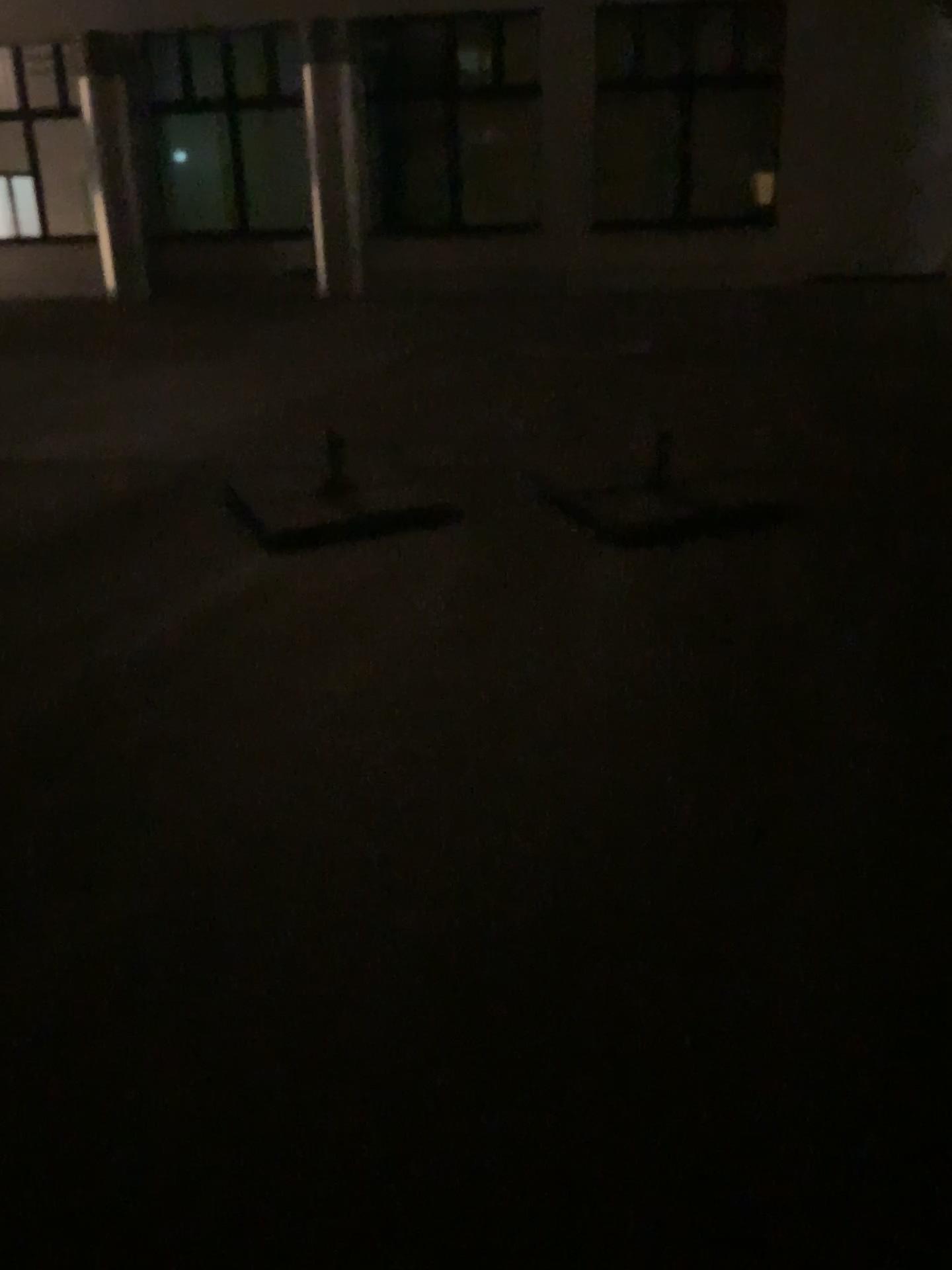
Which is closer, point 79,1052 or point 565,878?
point 79,1052
